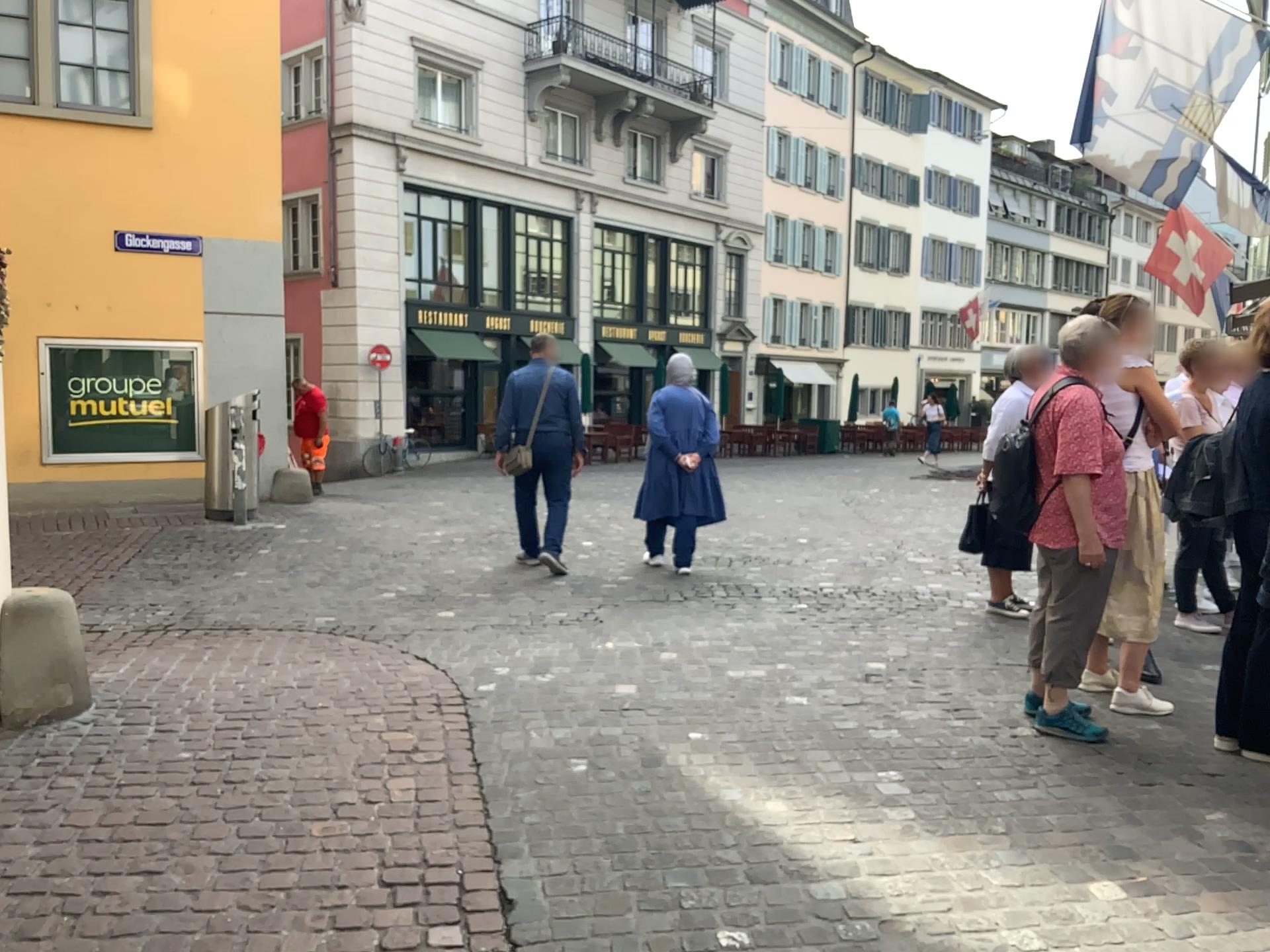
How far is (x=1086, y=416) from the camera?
3.8m

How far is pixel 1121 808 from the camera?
3.3m

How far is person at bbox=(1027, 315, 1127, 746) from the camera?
3.8m
